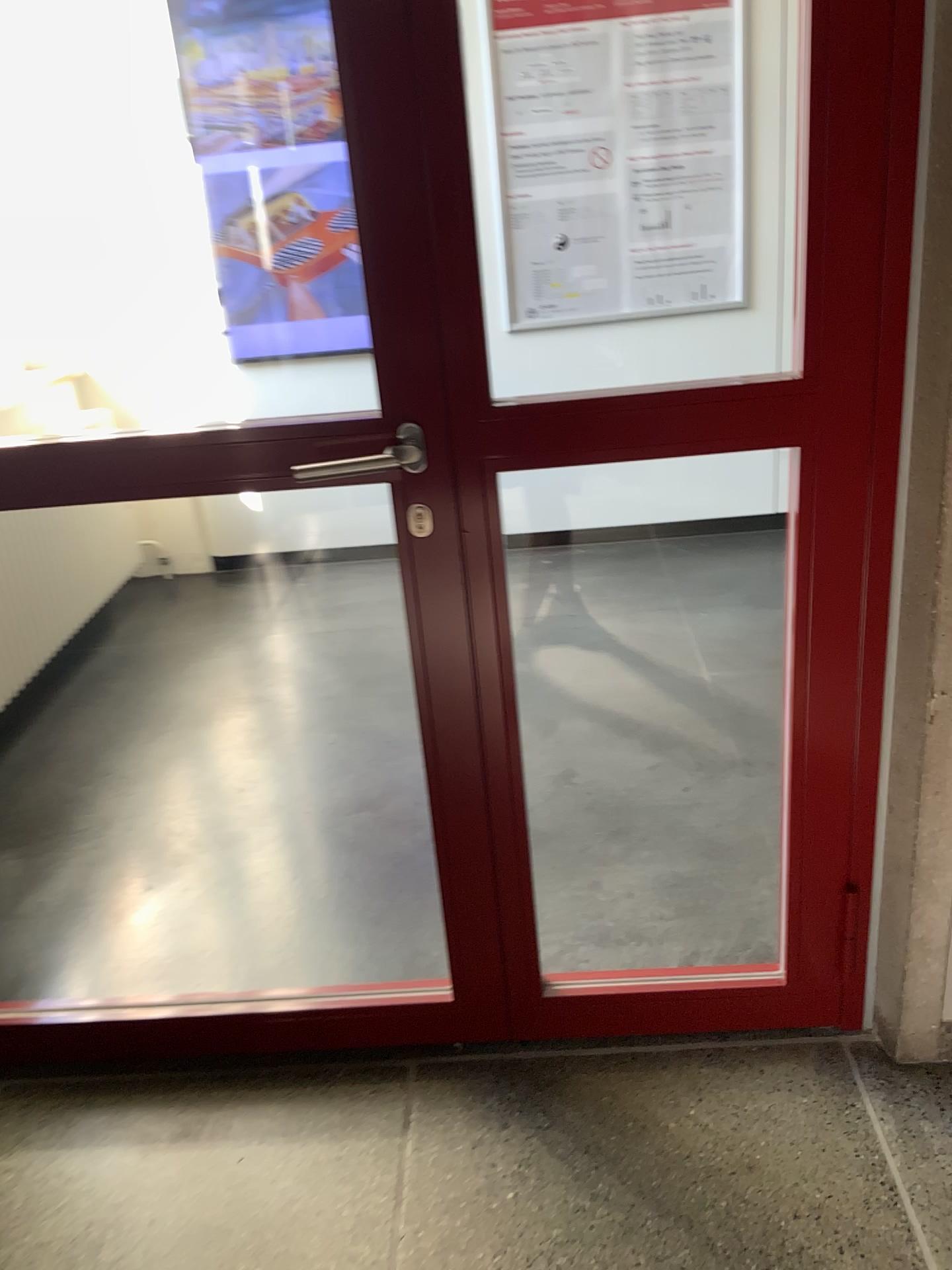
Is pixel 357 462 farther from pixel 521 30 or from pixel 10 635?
pixel 521 30

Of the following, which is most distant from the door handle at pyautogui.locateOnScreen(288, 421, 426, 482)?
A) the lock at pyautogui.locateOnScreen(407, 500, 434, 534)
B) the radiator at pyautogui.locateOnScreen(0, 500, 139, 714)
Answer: the radiator at pyautogui.locateOnScreen(0, 500, 139, 714)

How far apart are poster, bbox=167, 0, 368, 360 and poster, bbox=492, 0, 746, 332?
0.6m

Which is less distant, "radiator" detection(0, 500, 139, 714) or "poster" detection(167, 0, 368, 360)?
"radiator" detection(0, 500, 139, 714)

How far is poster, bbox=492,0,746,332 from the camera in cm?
357

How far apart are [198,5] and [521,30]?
1.1 meters

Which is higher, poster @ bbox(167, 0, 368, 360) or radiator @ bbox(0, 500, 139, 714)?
poster @ bbox(167, 0, 368, 360)

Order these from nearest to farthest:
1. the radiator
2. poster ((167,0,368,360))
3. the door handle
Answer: the door handle < the radiator < poster ((167,0,368,360))

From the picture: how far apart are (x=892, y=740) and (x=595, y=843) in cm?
94

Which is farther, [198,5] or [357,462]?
[198,5]
